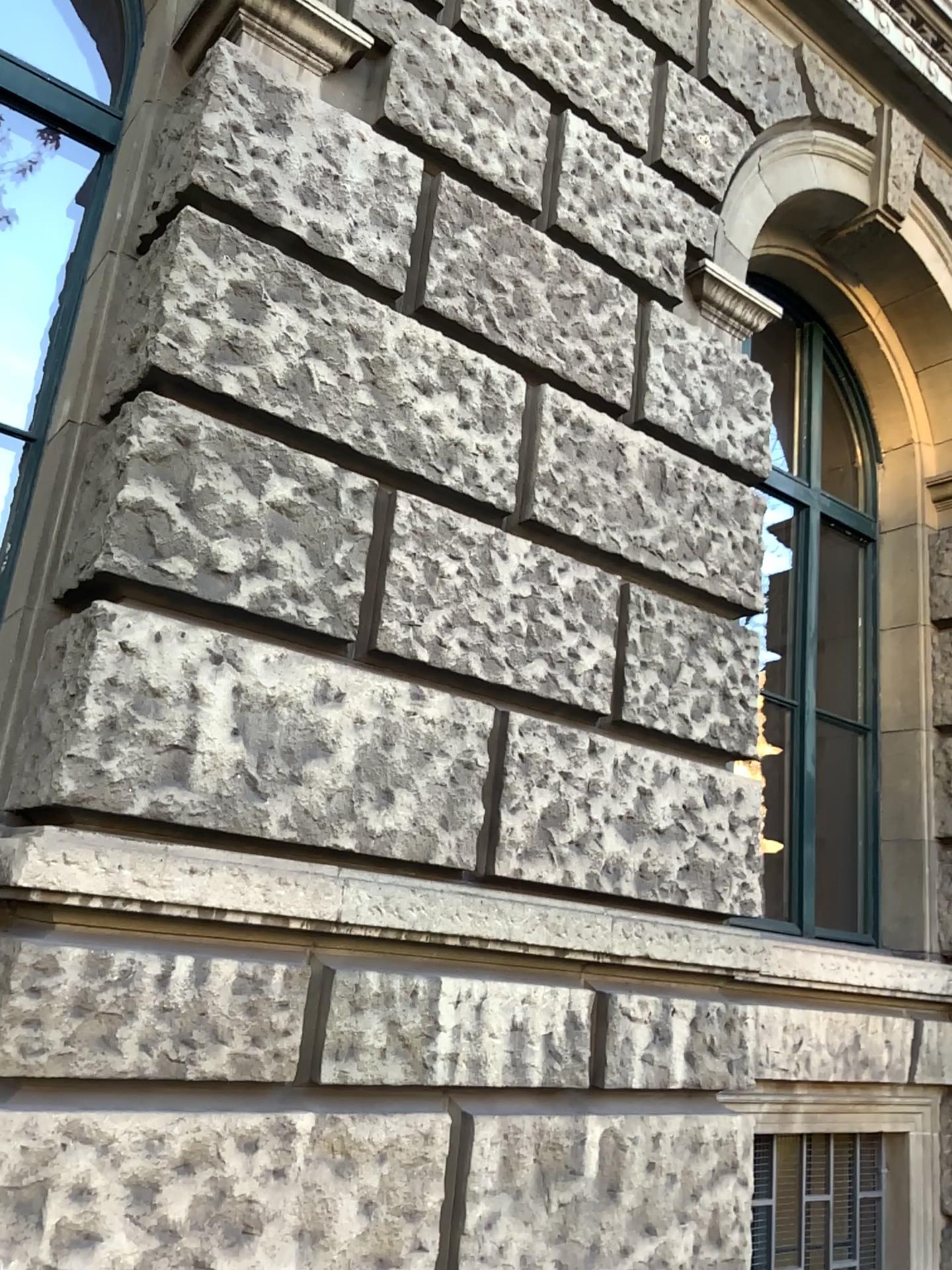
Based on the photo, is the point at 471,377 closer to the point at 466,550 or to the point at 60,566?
the point at 466,550
